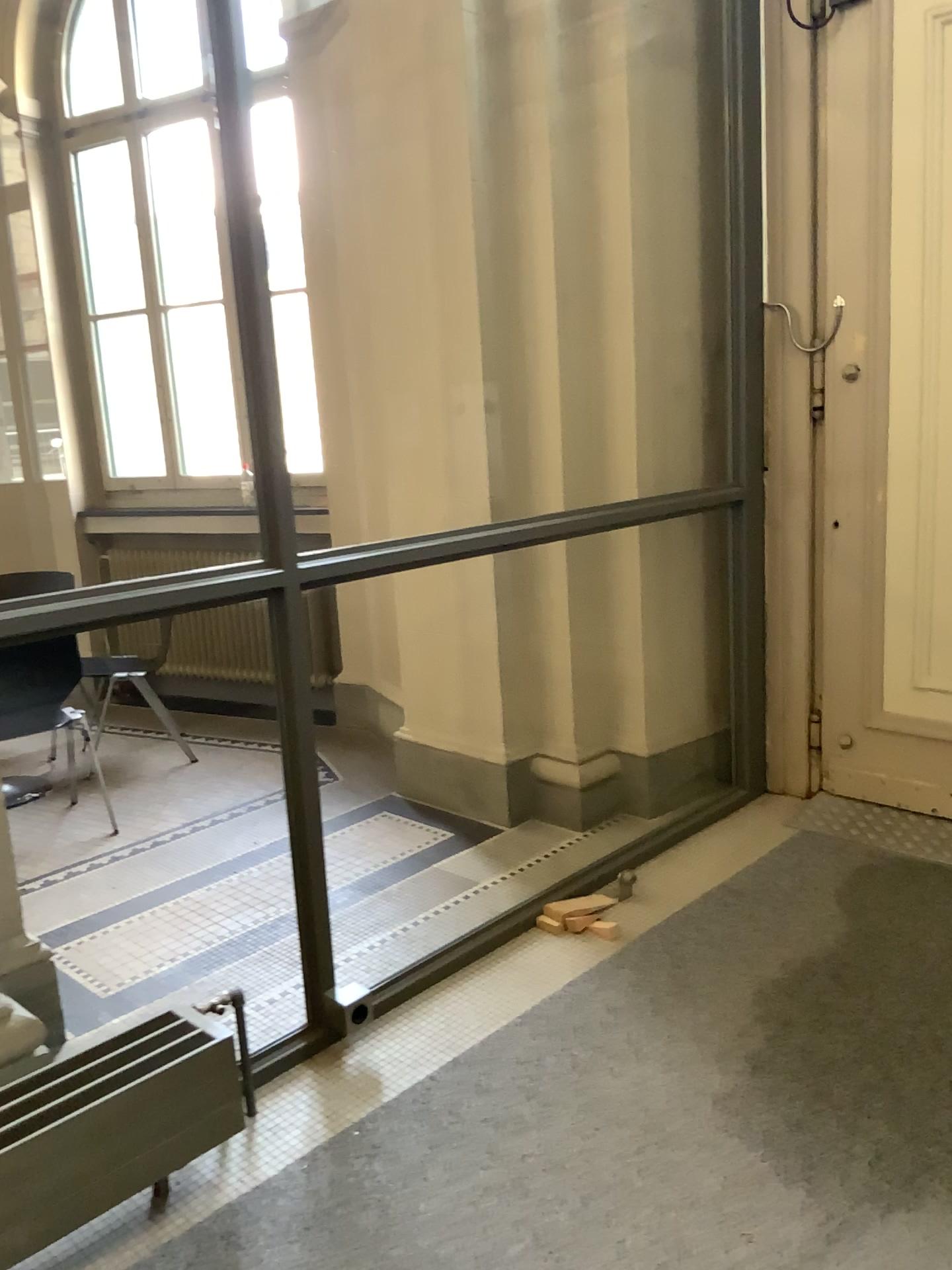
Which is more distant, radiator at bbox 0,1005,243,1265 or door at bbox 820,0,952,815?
door at bbox 820,0,952,815

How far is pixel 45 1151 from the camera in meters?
1.8 m

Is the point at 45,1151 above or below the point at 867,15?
below

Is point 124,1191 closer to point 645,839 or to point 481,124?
point 645,839

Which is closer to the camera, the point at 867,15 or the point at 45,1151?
the point at 45,1151

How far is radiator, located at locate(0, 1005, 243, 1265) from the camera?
1.8 meters
